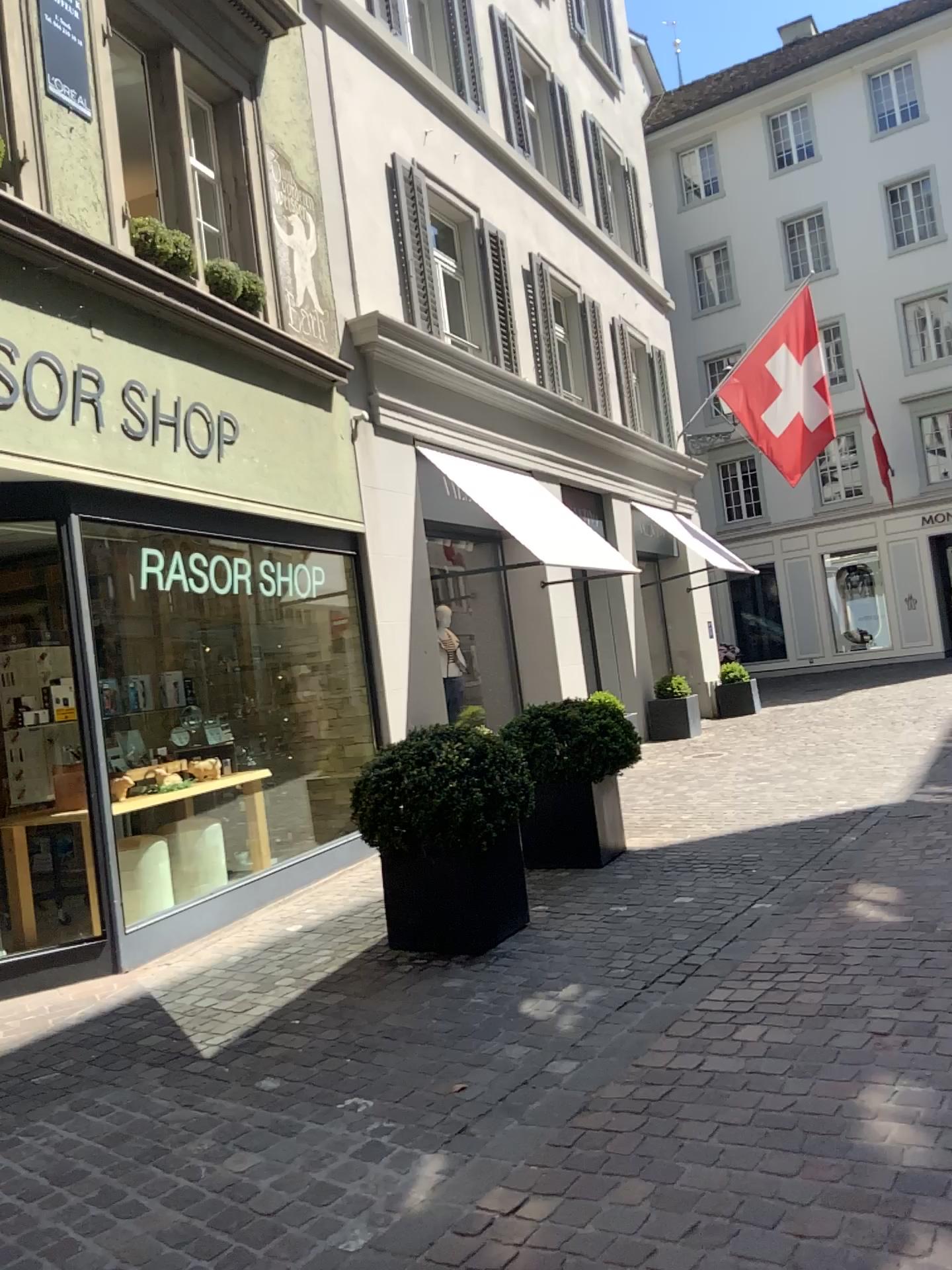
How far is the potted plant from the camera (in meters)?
4.68

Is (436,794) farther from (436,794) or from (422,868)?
(422,868)

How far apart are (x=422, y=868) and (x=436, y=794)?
0.3 meters

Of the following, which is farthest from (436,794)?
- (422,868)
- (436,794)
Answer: (422,868)

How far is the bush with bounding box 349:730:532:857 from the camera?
4.7m

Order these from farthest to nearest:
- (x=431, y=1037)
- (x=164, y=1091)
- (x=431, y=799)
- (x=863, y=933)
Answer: (x=431, y=799)
(x=863, y=933)
(x=431, y=1037)
(x=164, y=1091)

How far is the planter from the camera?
4.7 meters
